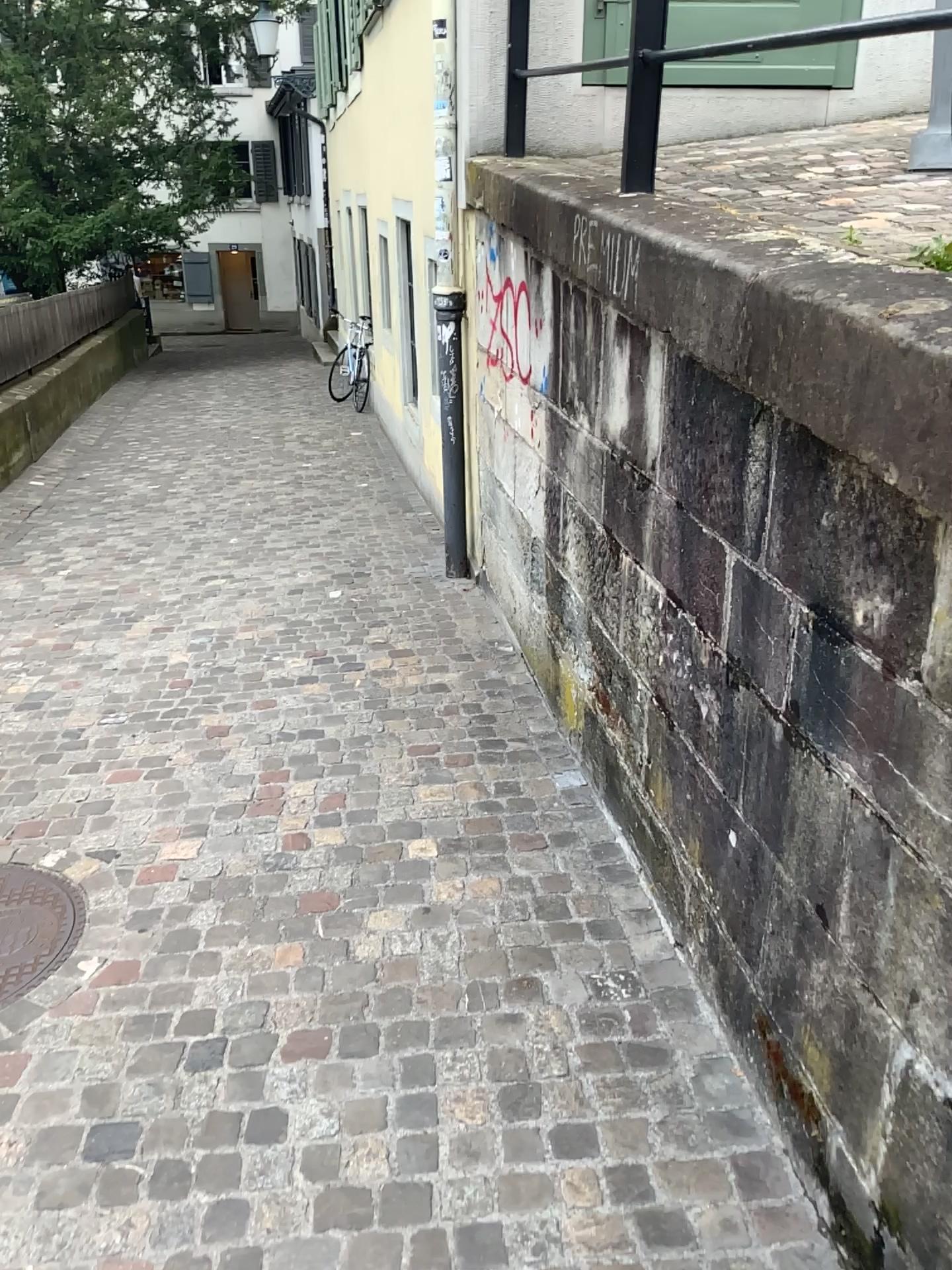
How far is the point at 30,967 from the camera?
2.5m

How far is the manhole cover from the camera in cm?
246

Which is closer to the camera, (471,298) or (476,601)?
(471,298)
